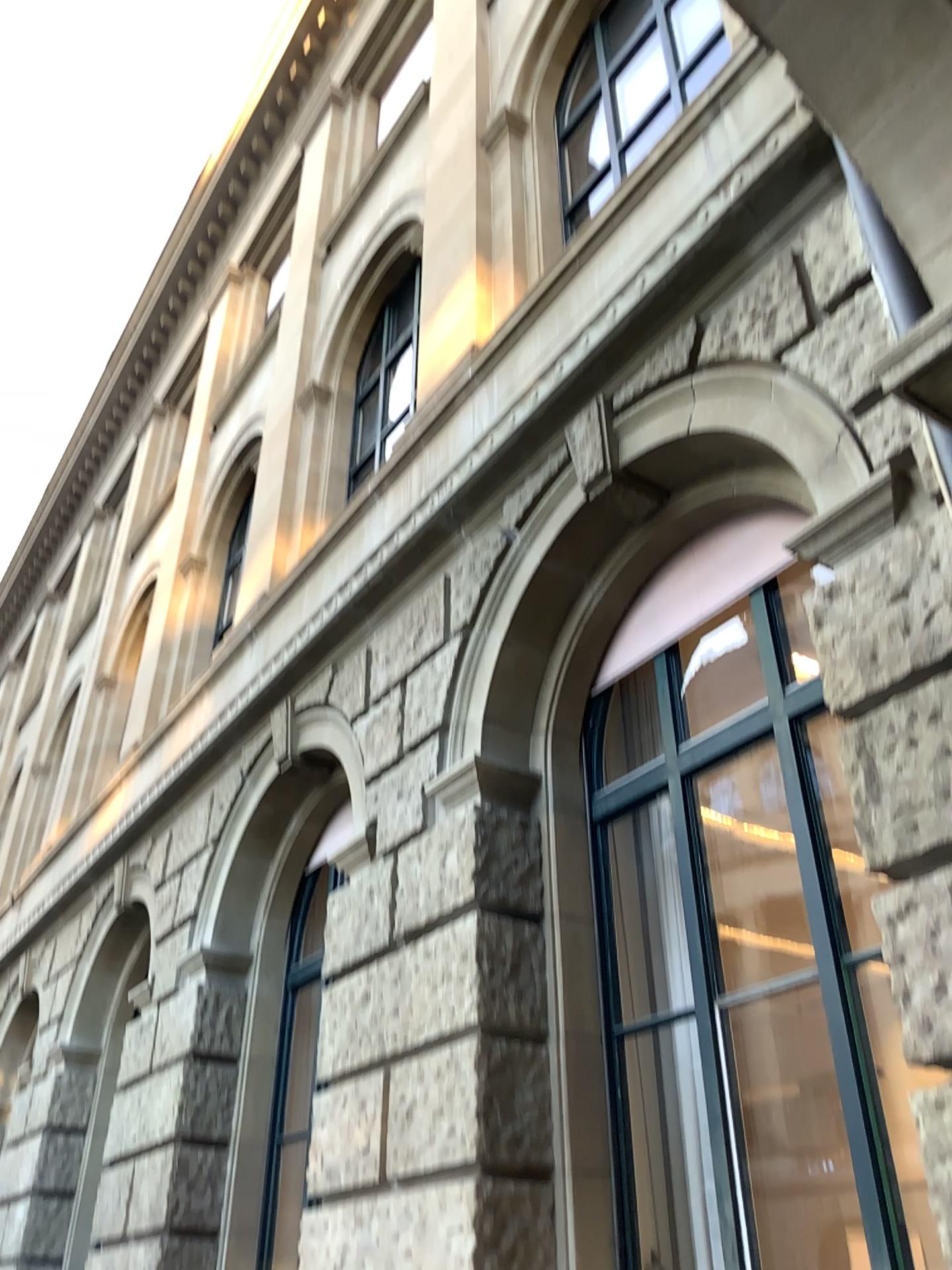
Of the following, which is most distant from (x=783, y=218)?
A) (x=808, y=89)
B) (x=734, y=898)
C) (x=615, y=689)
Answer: (x=734, y=898)
